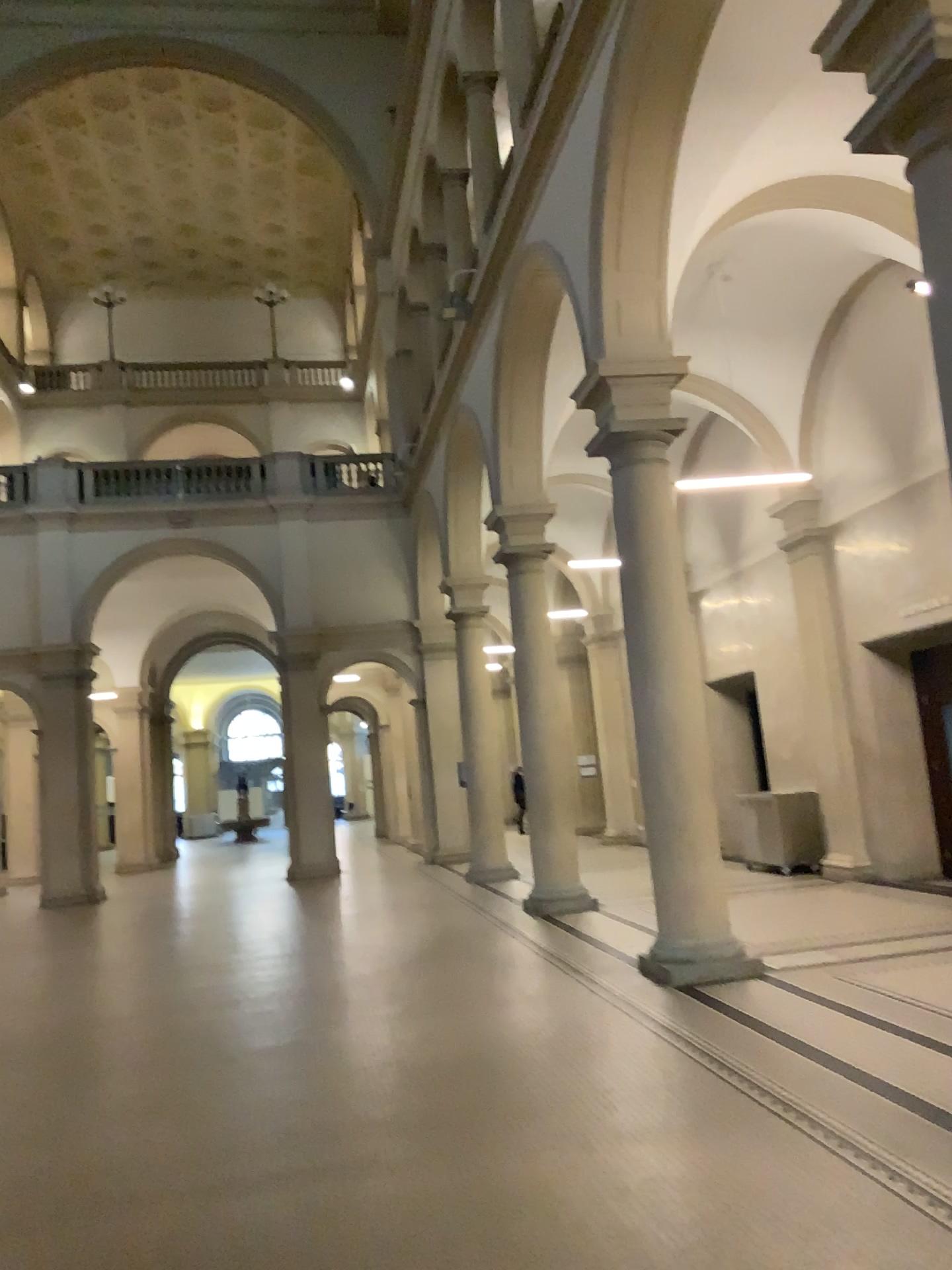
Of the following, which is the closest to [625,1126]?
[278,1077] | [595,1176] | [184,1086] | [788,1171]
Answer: [595,1176]
